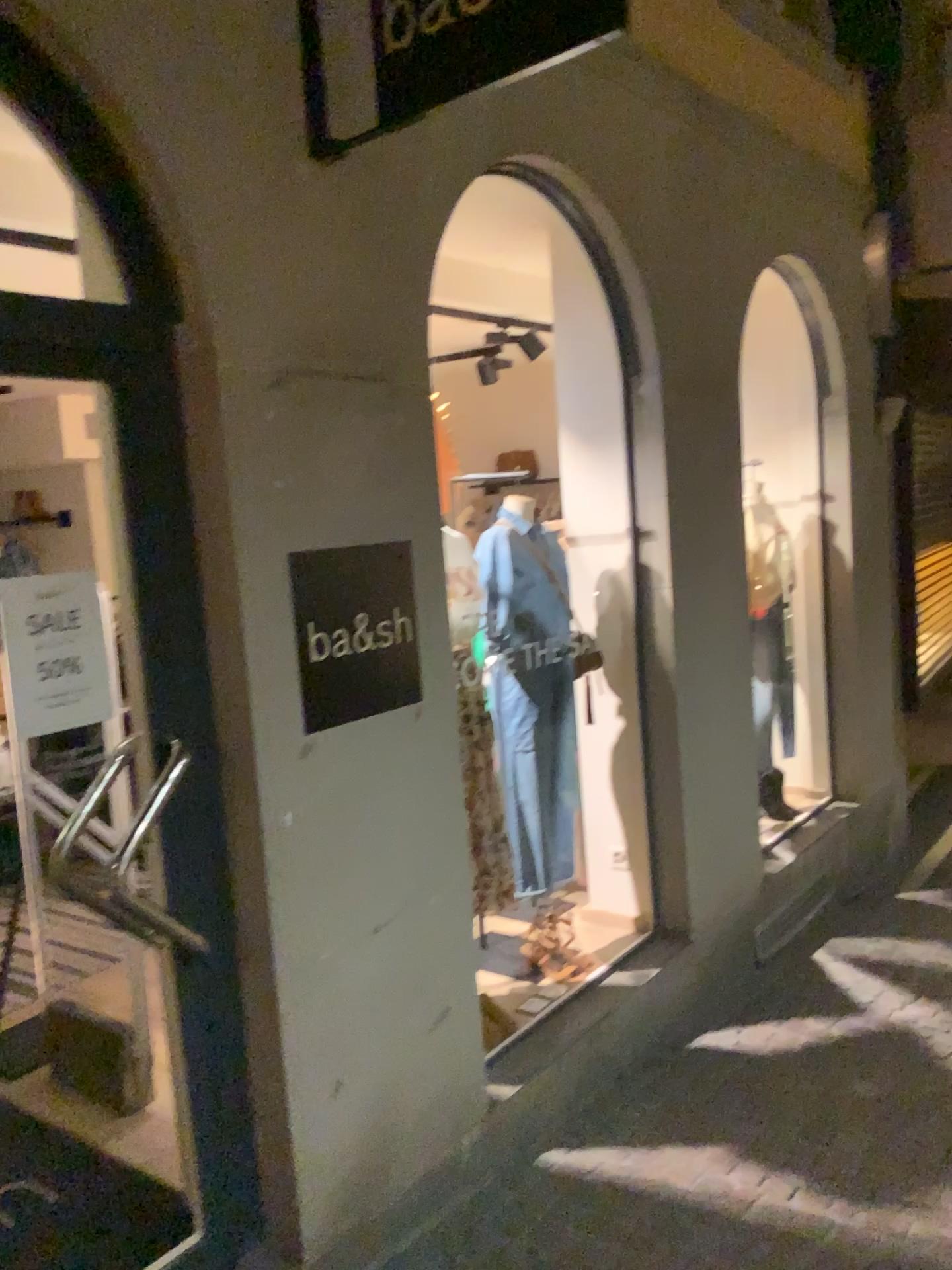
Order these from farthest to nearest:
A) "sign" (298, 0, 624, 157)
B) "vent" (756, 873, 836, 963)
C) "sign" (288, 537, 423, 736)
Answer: "vent" (756, 873, 836, 963)
"sign" (288, 537, 423, 736)
"sign" (298, 0, 624, 157)

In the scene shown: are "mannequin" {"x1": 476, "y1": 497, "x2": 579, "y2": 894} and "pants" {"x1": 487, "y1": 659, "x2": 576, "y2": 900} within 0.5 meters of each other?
yes

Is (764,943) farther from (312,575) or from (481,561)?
(312,575)

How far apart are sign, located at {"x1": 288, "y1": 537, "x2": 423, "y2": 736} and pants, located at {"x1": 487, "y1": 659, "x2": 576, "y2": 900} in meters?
0.7

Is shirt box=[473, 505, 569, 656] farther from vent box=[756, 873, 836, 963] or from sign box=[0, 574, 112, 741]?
vent box=[756, 873, 836, 963]

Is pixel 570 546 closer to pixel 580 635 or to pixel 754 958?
pixel 580 635

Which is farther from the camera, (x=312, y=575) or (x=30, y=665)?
(x=312, y=575)

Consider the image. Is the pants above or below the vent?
above

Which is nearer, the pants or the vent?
the pants

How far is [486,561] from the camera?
3.38m
